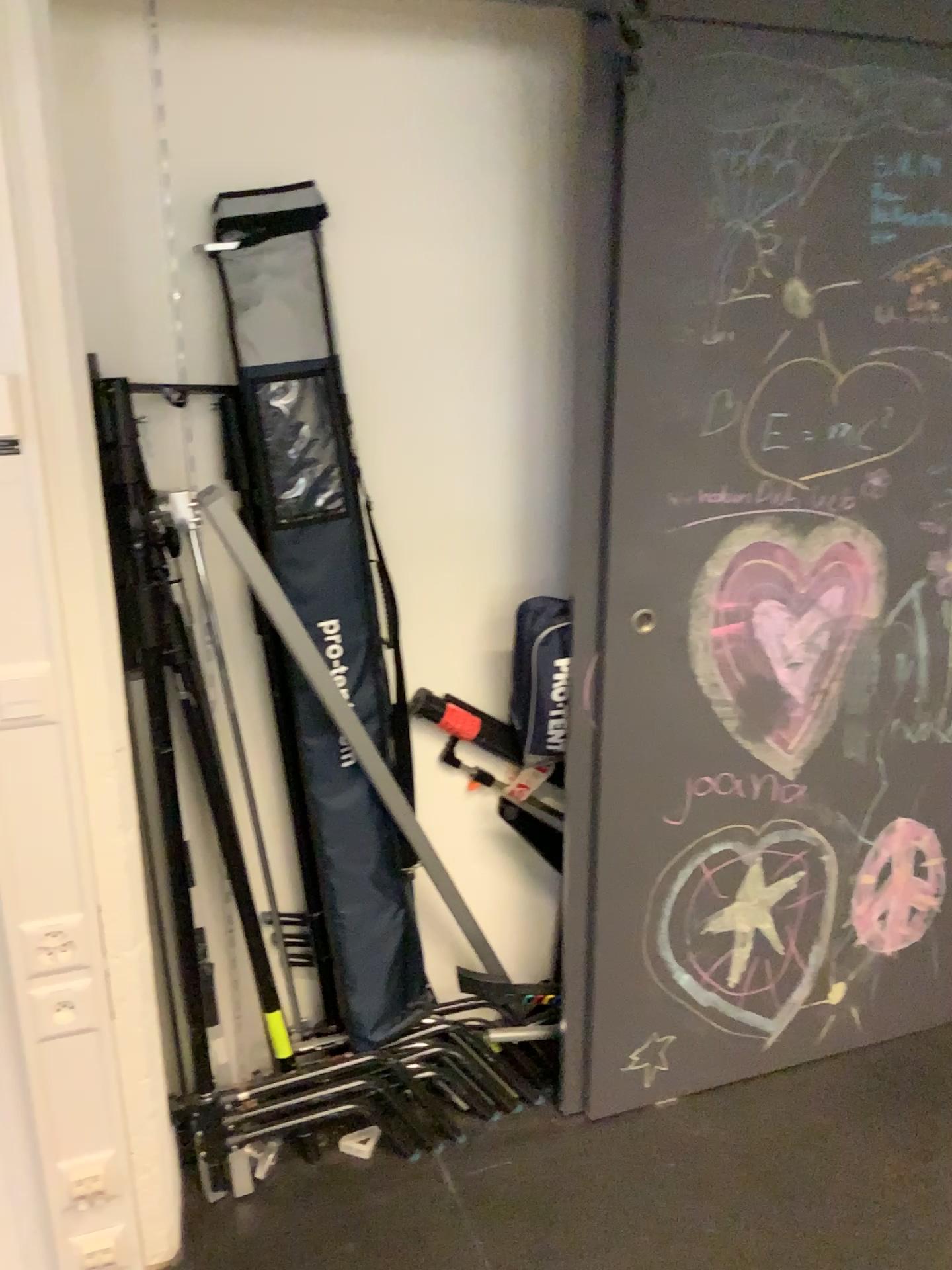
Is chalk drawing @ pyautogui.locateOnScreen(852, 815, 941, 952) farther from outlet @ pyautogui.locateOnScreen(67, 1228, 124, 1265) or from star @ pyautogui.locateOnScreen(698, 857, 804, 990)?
outlet @ pyautogui.locateOnScreen(67, 1228, 124, 1265)

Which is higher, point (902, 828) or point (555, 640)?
point (555, 640)

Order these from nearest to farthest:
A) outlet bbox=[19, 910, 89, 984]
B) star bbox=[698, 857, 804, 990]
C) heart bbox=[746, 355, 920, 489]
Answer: outlet bbox=[19, 910, 89, 984]
heart bbox=[746, 355, 920, 489]
star bbox=[698, 857, 804, 990]

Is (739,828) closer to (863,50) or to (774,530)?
(774,530)

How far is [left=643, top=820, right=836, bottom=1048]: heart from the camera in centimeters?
208cm

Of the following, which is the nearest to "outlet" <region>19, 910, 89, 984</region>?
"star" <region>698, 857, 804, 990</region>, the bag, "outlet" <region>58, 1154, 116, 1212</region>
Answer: "outlet" <region>58, 1154, 116, 1212</region>

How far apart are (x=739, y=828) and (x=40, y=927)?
1.3m

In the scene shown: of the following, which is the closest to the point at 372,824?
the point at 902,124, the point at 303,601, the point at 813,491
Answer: the point at 303,601

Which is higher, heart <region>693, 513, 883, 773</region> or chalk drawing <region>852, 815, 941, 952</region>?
heart <region>693, 513, 883, 773</region>

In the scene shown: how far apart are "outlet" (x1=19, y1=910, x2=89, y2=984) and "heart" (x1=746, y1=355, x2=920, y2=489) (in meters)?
1.35
